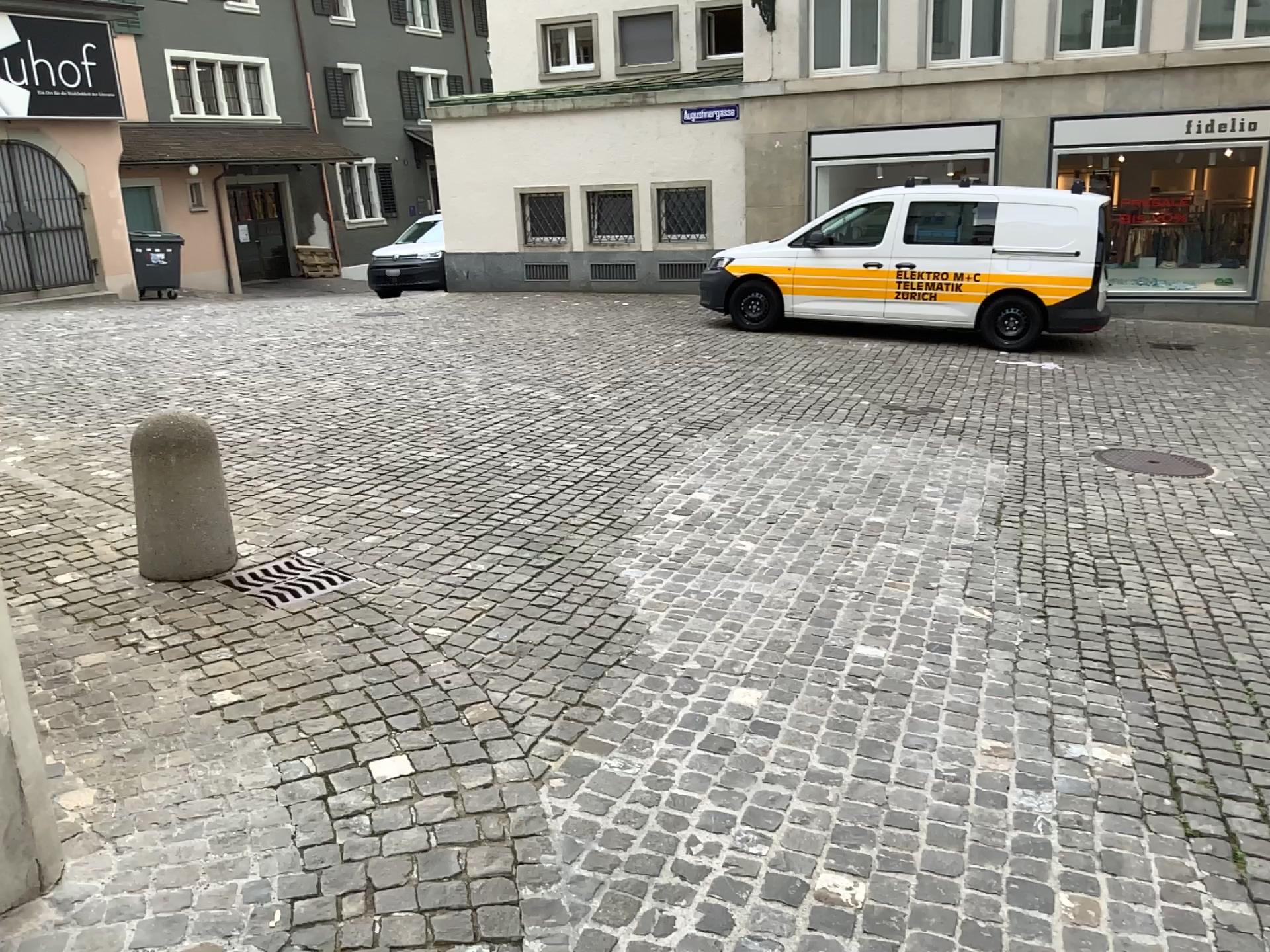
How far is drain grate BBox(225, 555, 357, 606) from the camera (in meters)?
4.26

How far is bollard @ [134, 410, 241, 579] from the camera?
4.4m

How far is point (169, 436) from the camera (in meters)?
4.39

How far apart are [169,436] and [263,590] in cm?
77

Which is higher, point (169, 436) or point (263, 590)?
point (169, 436)

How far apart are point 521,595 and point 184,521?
1.46m
